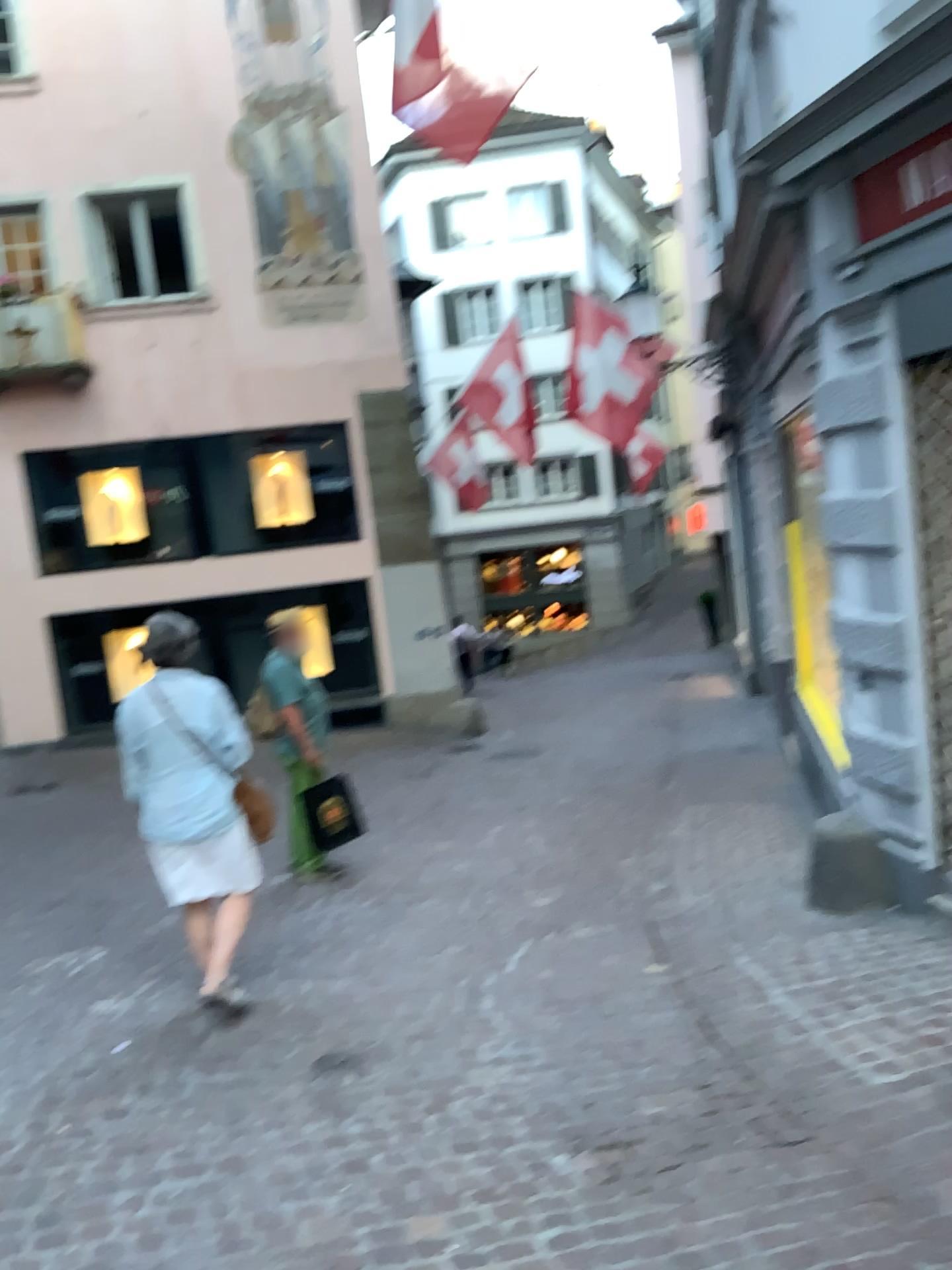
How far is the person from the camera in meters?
4.2 m

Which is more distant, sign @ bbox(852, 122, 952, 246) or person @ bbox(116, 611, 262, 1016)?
person @ bbox(116, 611, 262, 1016)

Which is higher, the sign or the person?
the sign

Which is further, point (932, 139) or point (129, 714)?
point (129, 714)

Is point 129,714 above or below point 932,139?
below

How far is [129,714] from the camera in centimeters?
420cm

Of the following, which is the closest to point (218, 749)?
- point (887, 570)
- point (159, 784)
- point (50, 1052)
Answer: point (159, 784)
